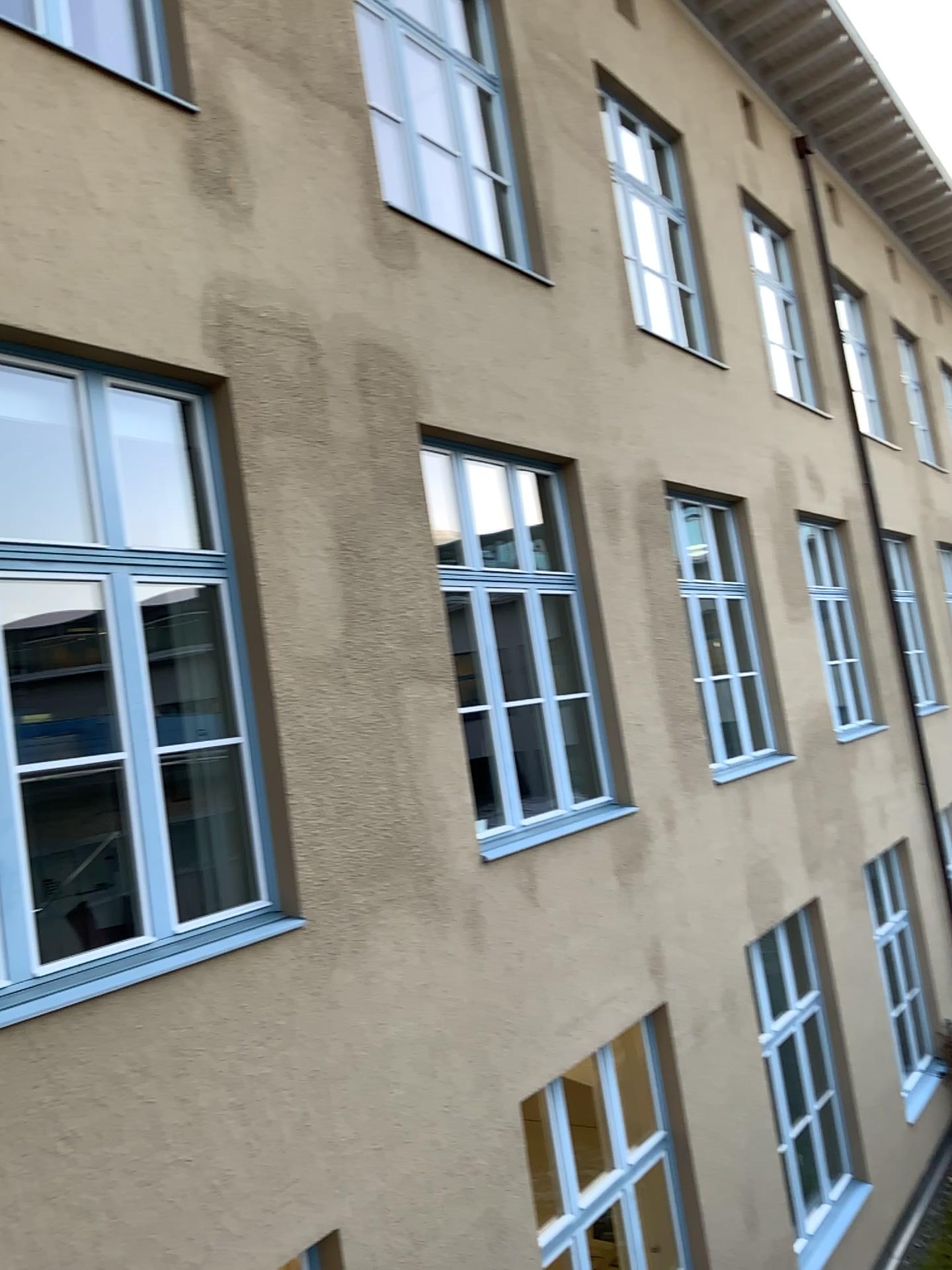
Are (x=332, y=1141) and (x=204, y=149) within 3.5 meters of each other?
no
